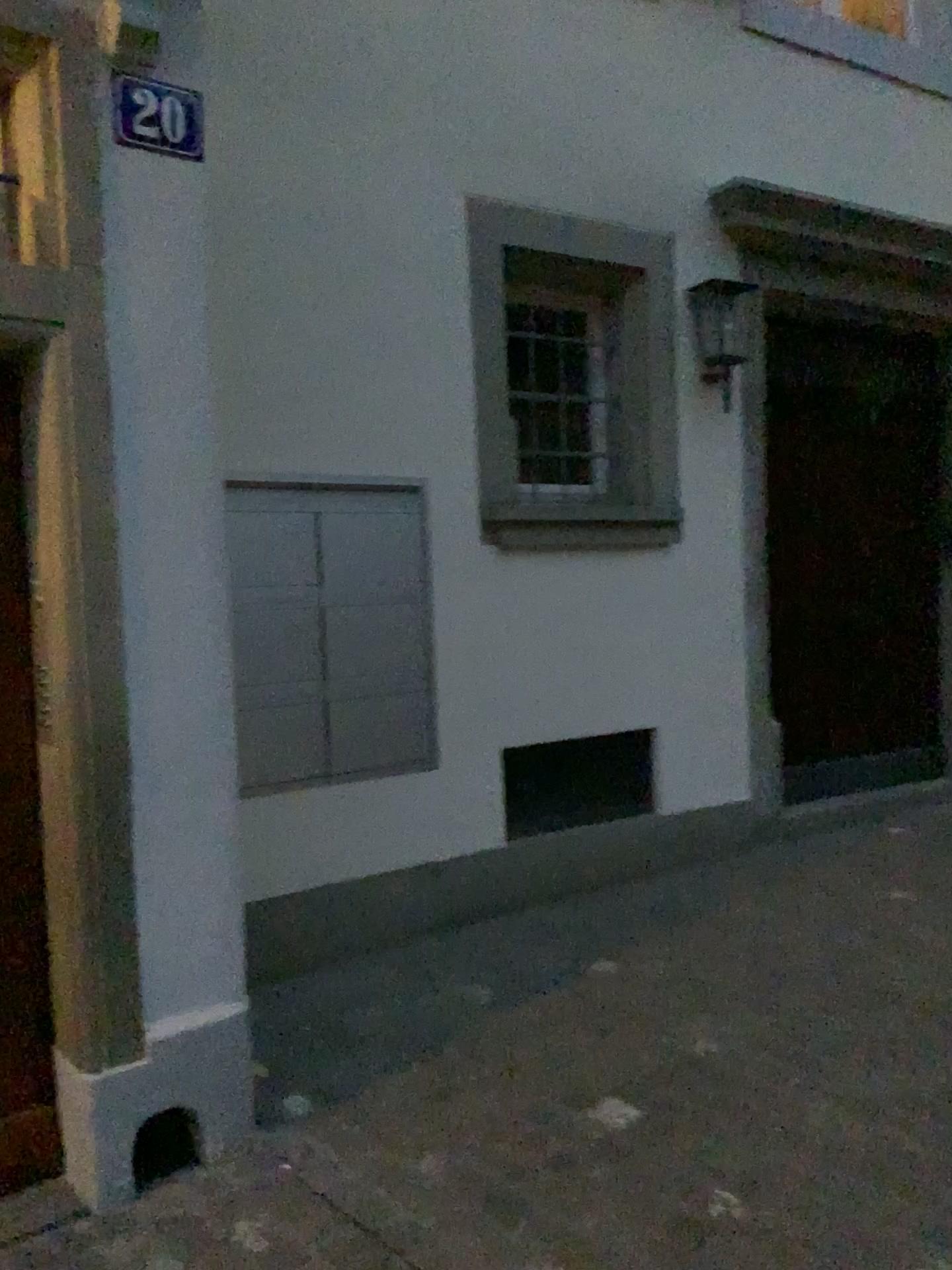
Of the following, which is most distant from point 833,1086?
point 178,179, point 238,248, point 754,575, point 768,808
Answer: point 238,248

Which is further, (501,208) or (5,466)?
(501,208)

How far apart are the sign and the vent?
2.3 meters

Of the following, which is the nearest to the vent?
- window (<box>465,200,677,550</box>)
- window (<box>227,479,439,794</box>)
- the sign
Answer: window (<box>227,479,439,794</box>)

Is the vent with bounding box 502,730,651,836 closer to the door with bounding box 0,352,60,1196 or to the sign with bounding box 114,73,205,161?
the door with bounding box 0,352,60,1196

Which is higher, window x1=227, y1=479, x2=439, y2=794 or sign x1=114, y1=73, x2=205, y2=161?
sign x1=114, y1=73, x2=205, y2=161

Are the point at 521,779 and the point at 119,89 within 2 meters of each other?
no

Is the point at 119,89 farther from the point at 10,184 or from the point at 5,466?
the point at 5,466

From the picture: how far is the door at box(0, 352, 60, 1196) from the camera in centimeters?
234cm

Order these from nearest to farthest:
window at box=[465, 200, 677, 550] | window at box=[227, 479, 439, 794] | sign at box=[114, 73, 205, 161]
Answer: sign at box=[114, 73, 205, 161], window at box=[227, 479, 439, 794], window at box=[465, 200, 677, 550]
